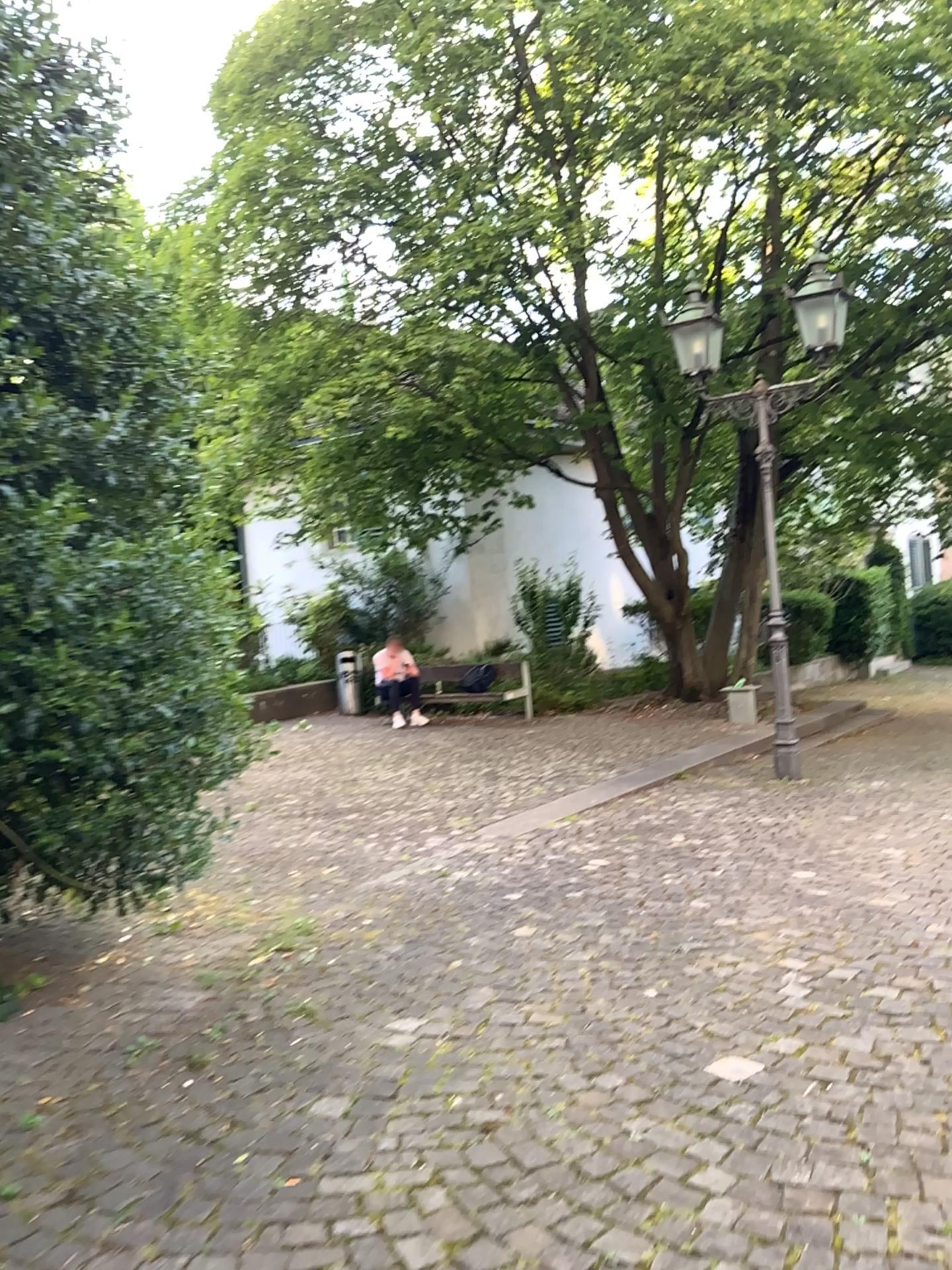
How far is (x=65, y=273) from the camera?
3.26m
